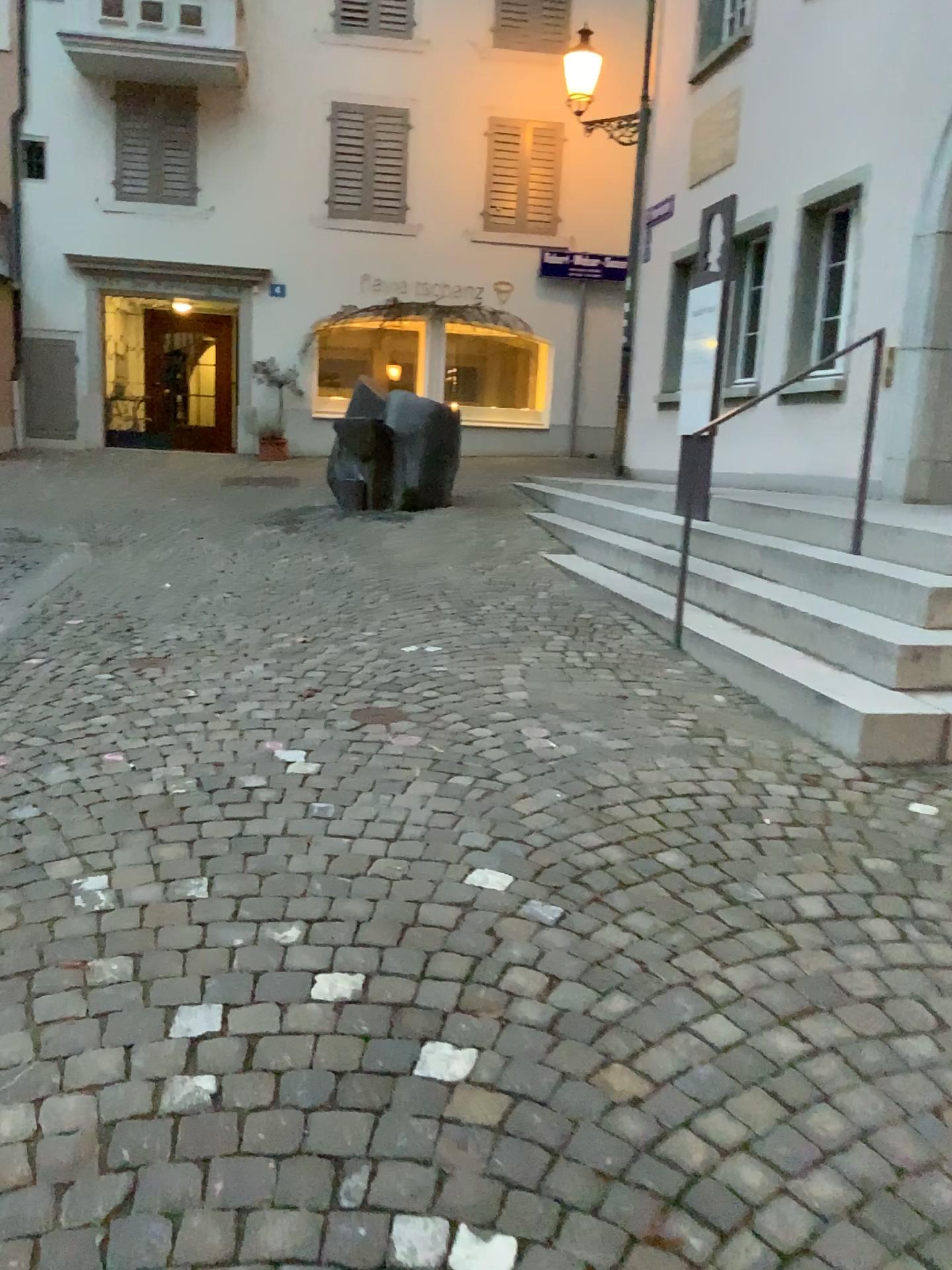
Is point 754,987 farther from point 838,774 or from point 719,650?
point 719,650
